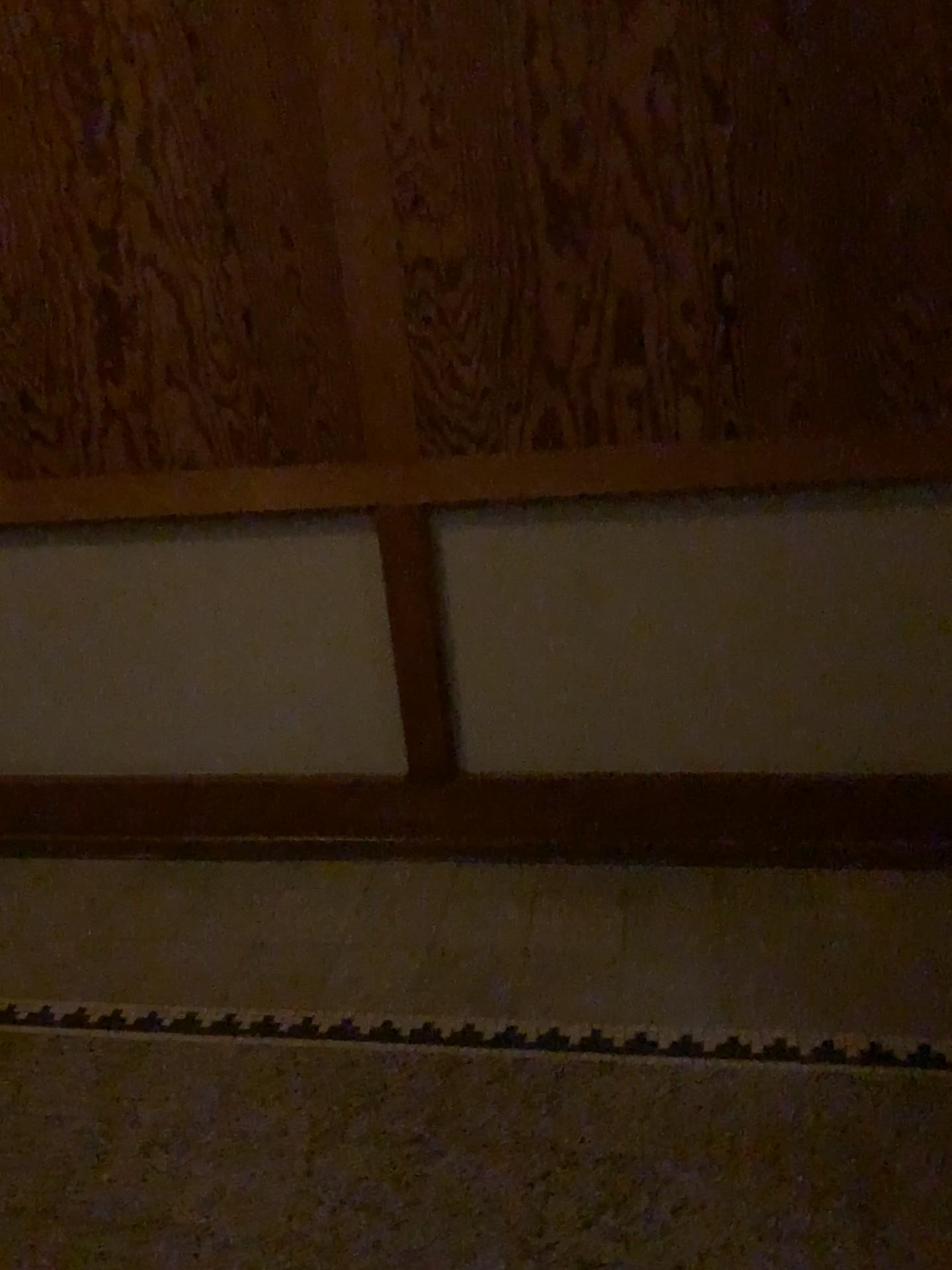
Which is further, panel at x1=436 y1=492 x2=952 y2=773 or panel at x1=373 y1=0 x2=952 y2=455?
panel at x1=436 y1=492 x2=952 y2=773

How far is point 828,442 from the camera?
2.1m

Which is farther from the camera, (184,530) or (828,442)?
(184,530)

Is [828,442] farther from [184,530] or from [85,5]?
[85,5]

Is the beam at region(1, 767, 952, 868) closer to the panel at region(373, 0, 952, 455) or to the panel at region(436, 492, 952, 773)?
the panel at region(436, 492, 952, 773)

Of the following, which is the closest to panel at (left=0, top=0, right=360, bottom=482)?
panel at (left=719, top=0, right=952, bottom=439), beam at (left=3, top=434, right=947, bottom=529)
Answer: beam at (left=3, top=434, right=947, bottom=529)

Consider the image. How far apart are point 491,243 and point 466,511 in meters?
0.5

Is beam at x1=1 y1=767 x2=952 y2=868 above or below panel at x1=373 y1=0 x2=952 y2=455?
below

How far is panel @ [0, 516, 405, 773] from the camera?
2.4 meters

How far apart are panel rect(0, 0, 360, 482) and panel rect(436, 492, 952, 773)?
0.27m
